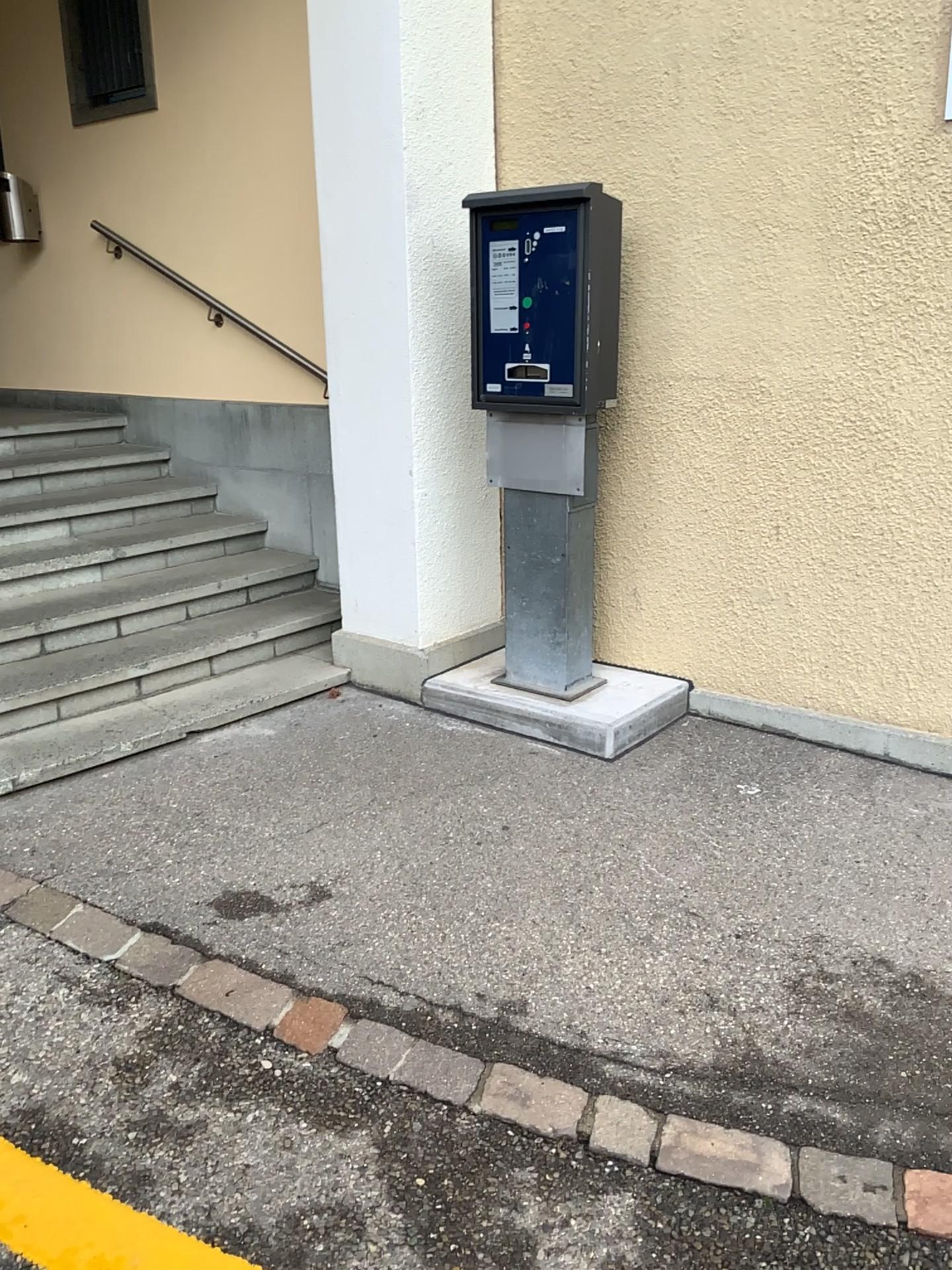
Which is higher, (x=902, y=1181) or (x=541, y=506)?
(x=541, y=506)

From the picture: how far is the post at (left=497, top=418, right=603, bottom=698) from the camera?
3.6m

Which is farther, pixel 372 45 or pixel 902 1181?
pixel 372 45

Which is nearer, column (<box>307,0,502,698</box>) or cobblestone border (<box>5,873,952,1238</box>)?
cobblestone border (<box>5,873,952,1238</box>)

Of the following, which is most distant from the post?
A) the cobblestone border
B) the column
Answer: the cobblestone border

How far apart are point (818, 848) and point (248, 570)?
2.7m

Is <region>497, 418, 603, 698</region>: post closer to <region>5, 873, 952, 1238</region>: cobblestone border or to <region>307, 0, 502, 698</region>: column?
<region>307, 0, 502, 698</region>: column

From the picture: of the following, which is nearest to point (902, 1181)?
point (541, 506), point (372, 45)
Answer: point (541, 506)
